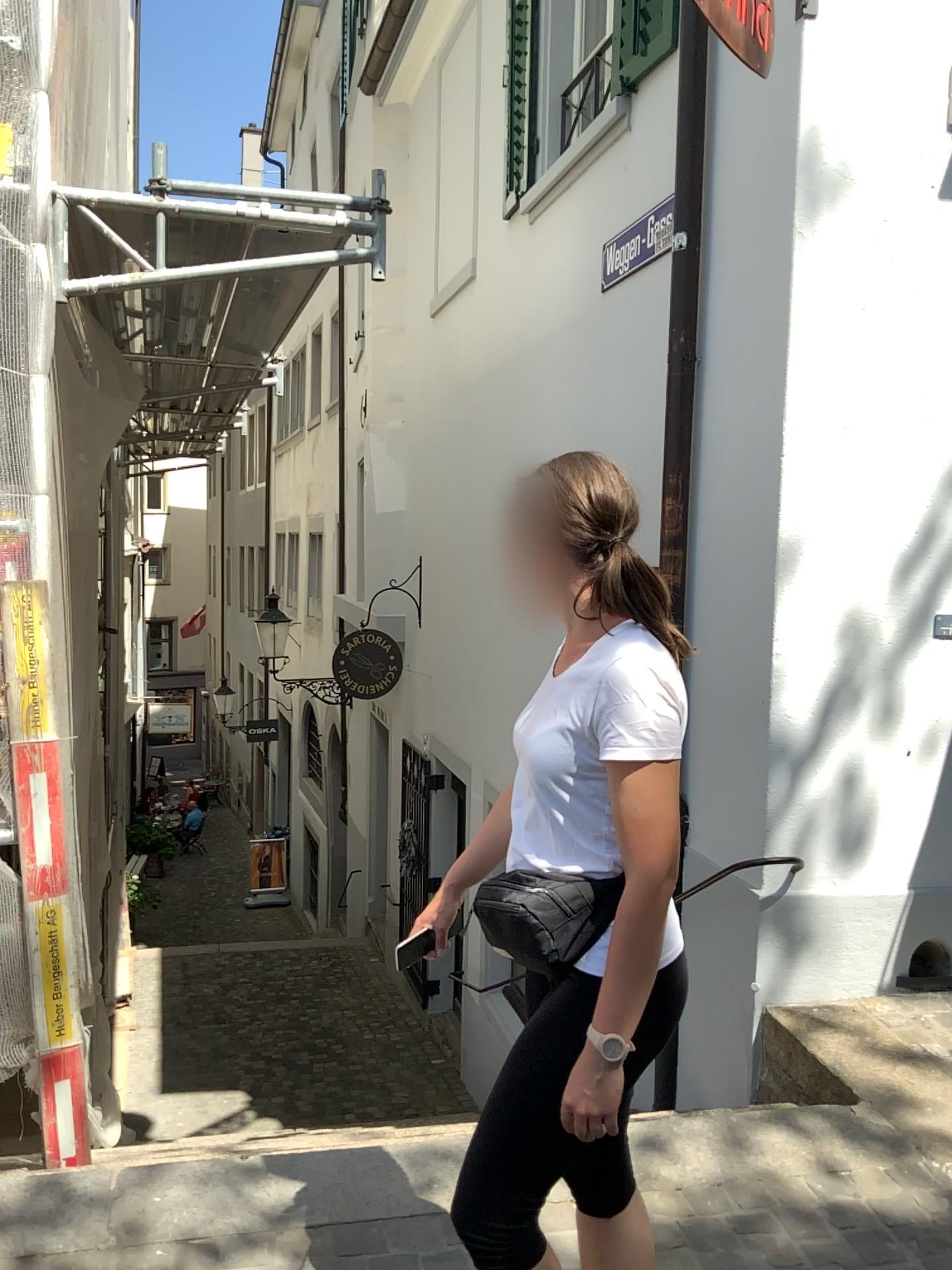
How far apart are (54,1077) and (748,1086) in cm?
225

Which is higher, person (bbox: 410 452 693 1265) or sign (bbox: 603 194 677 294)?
sign (bbox: 603 194 677 294)

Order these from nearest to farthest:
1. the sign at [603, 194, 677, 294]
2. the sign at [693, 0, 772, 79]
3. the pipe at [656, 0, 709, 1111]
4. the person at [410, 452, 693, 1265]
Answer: the person at [410, 452, 693, 1265] → the sign at [693, 0, 772, 79] → the pipe at [656, 0, 709, 1111] → the sign at [603, 194, 677, 294]

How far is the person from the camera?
1.45m

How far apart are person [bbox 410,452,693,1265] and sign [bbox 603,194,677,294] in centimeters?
296cm

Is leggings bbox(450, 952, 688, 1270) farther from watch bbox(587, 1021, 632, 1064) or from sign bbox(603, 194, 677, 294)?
sign bbox(603, 194, 677, 294)

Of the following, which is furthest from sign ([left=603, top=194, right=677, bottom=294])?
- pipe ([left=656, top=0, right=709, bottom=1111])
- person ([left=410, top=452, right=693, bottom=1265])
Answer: person ([left=410, top=452, right=693, bottom=1265])

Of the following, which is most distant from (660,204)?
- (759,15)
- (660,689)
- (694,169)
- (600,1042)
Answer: (600,1042)

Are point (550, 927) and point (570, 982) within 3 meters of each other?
yes

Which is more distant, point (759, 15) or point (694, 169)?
point (694, 169)
